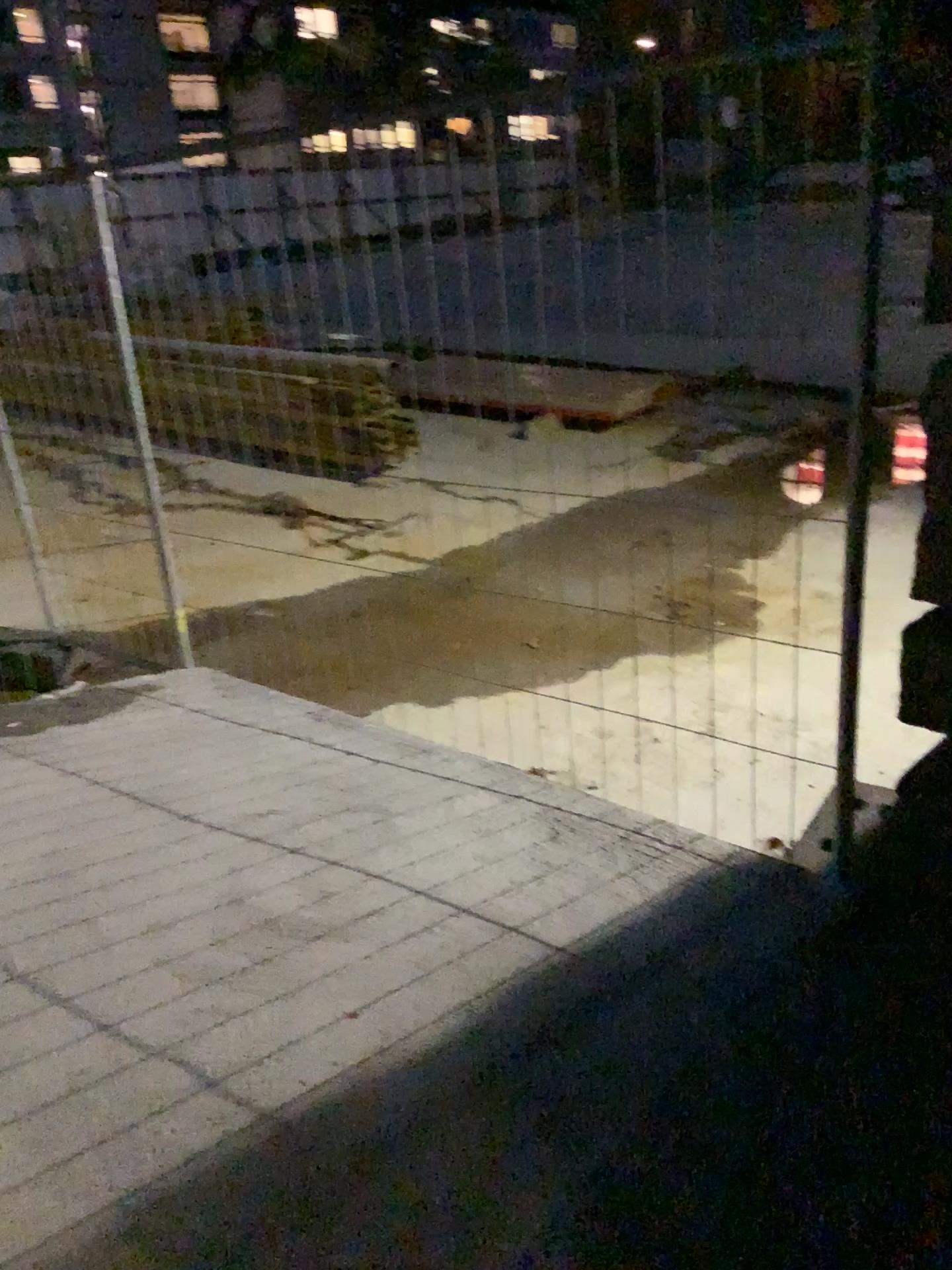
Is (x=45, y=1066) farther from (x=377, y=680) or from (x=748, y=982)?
(x=377, y=680)
